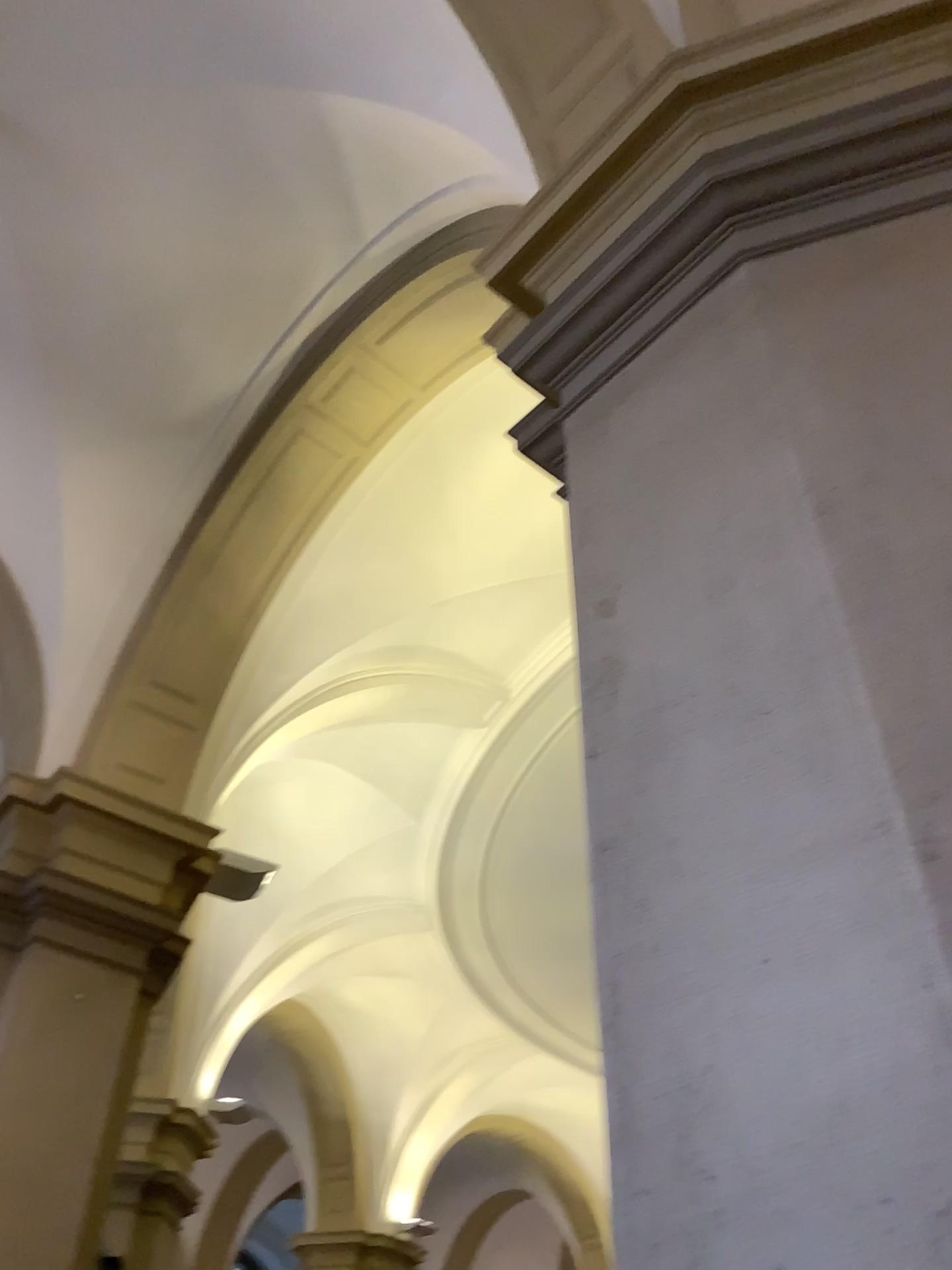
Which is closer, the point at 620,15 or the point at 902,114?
the point at 902,114

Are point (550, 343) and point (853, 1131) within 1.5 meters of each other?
no

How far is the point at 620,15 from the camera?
3.2 meters

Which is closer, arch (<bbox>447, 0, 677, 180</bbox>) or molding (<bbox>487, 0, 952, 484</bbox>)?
molding (<bbox>487, 0, 952, 484</bbox>)

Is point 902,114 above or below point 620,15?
below

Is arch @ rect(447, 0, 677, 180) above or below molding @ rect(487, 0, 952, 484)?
above

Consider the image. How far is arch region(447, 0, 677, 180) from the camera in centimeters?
321cm
